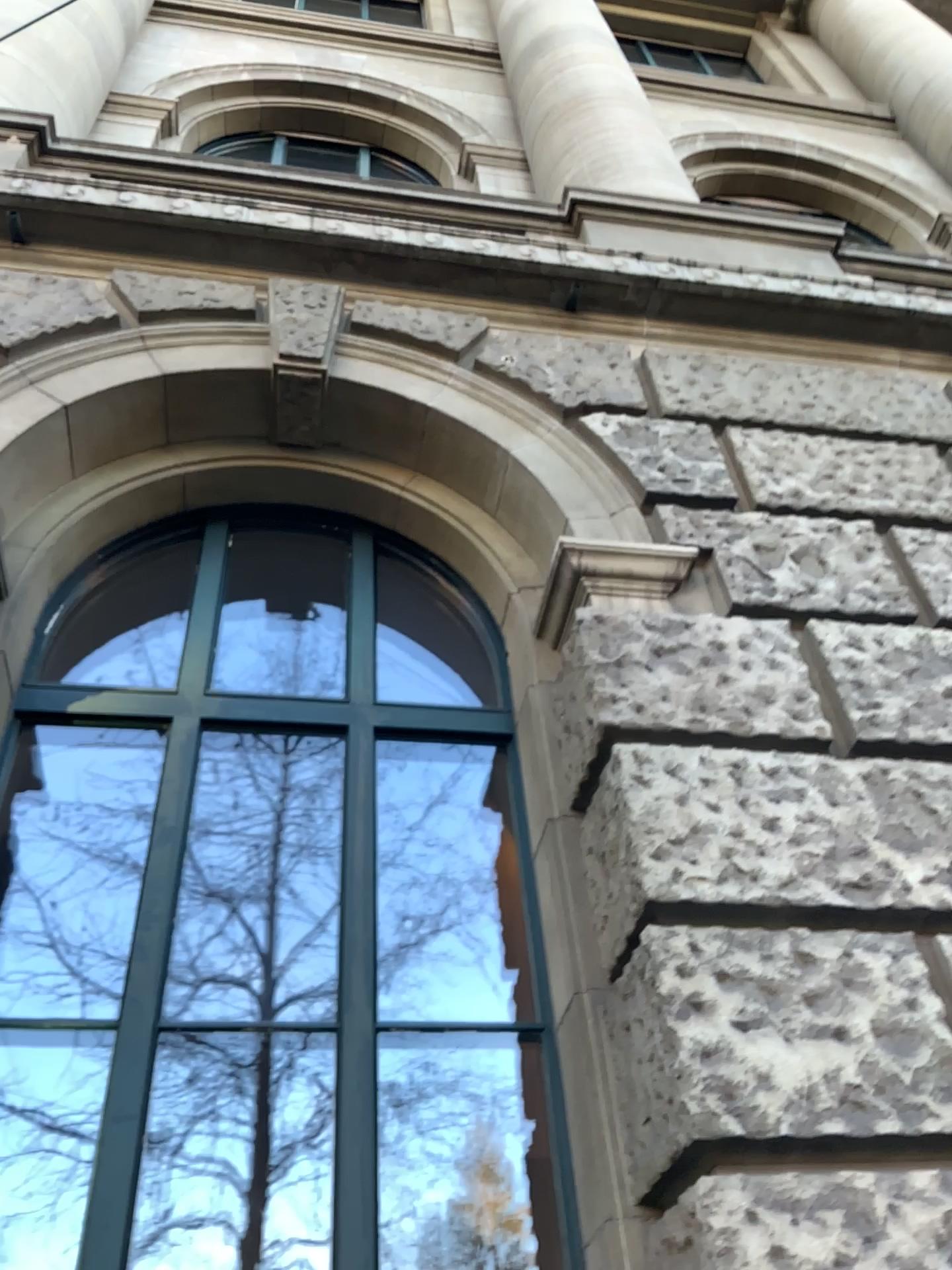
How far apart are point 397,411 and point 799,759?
2.0 meters

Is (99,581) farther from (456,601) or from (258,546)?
(456,601)

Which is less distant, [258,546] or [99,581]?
[99,581]

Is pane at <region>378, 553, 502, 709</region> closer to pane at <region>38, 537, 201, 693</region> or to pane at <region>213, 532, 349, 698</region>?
pane at <region>213, 532, 349, 698</region>

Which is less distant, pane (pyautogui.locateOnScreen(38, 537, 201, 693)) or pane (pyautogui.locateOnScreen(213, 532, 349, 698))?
pane (pyautogui.locateOnScreen(38, 537, 201, 693))

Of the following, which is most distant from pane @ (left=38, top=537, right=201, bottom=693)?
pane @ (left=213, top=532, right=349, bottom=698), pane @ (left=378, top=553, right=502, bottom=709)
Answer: pane @ (left=378, top=553, right=502, bottom=709)

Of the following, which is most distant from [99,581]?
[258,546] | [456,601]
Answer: [456,601]
